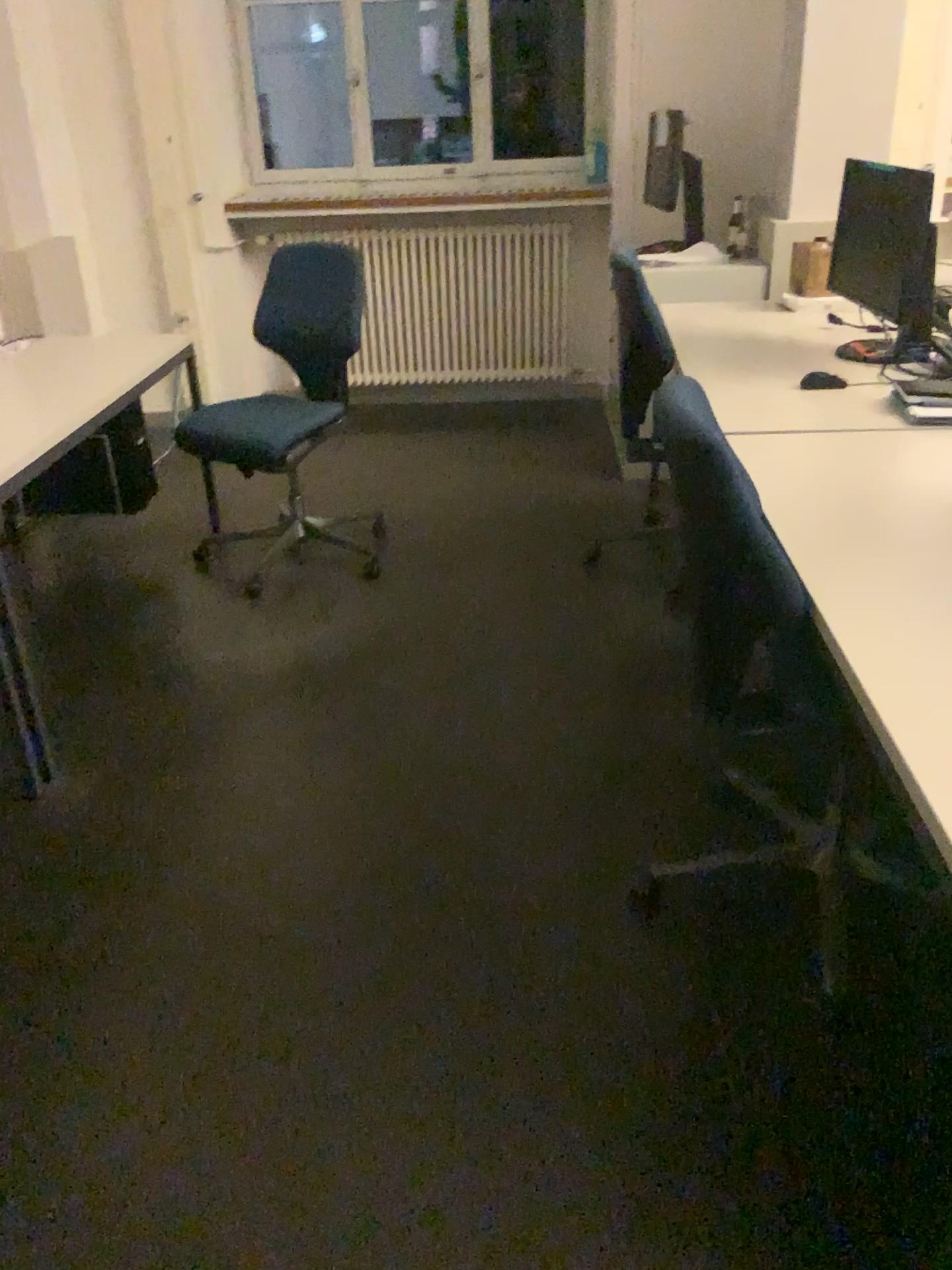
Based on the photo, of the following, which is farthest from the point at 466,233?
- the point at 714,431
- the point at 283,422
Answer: the point at 714,431

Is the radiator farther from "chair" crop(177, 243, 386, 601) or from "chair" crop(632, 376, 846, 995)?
"chair" crop(632, 376, 846, 995)

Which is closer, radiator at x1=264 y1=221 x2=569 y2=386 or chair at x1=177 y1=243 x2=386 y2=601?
chair at x1=177 y1=243 x2=386 y2=601

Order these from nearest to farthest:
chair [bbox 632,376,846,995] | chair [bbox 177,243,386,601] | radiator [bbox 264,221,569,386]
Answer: chair [bbox 632,376,846,995] → chair [bbox 177,243,386,601] → radiator [bbox 264,221,569,386]

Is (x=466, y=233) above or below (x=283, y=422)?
above

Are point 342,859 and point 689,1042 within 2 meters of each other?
yes

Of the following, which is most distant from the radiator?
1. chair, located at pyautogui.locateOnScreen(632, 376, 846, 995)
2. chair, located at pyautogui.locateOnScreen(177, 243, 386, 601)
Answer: A: chair, located at pyautogui.locateOnScreen(632, 376, 846, 995)

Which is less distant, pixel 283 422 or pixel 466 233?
pixel 283 422

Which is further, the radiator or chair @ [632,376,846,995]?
the radiator
